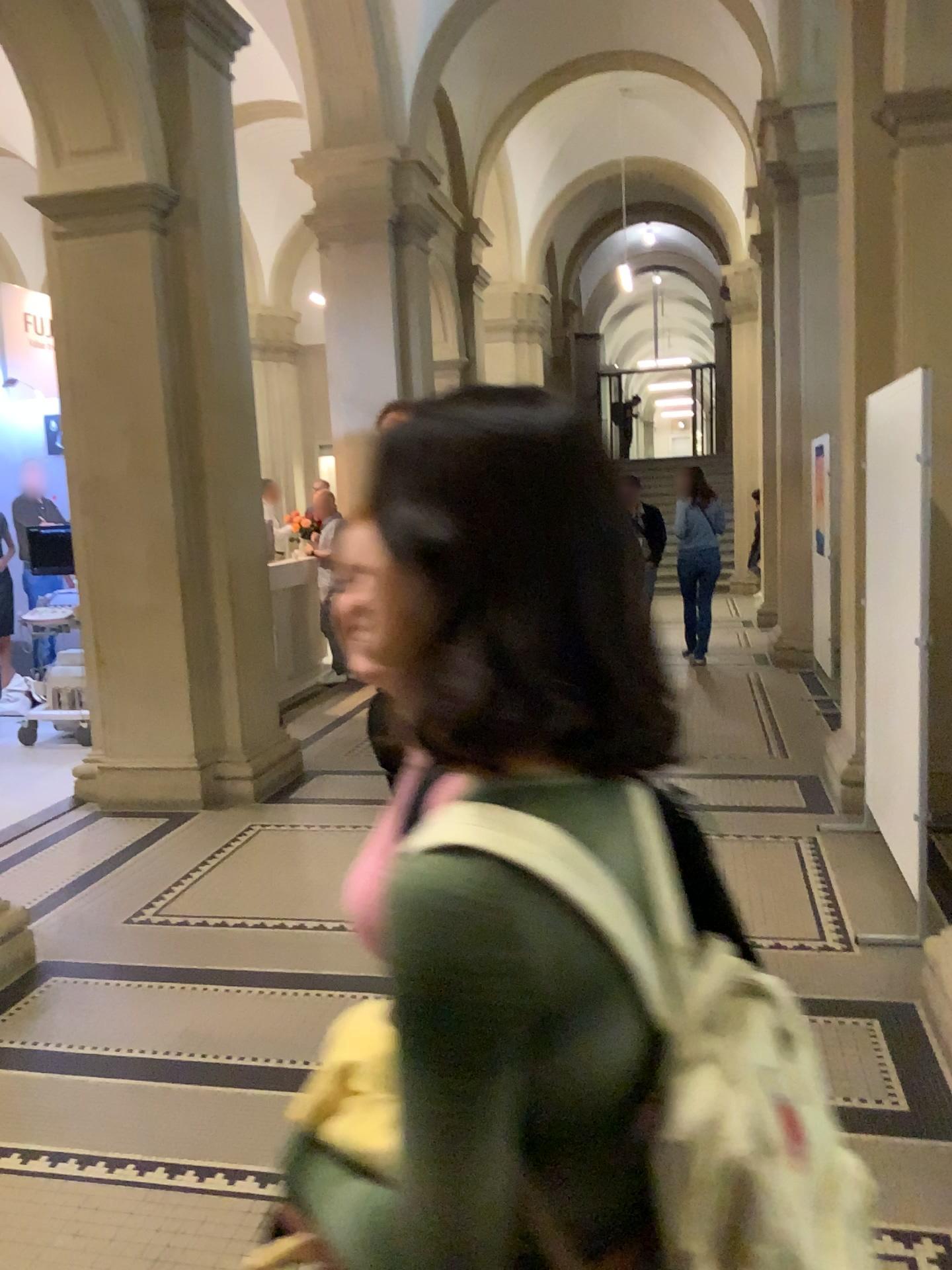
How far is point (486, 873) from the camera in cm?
70

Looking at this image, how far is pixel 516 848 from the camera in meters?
0.7 m

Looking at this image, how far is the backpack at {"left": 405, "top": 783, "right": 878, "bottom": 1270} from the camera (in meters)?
0.72

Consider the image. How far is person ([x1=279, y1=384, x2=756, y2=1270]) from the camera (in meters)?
0.70

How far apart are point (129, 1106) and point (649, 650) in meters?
2.6 m
